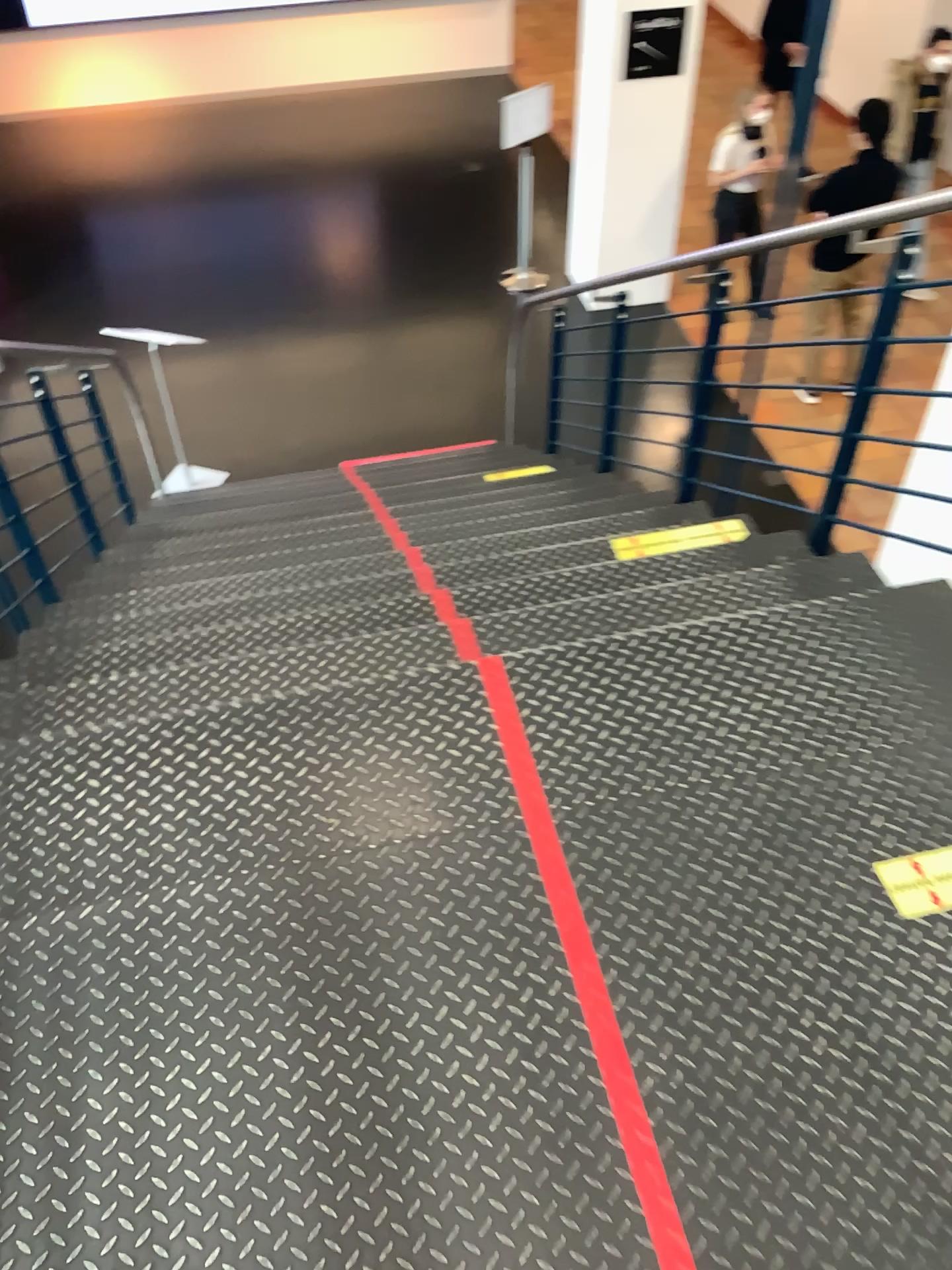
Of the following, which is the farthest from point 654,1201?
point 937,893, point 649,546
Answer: point 649,546

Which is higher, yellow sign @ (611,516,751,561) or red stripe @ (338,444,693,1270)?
red stripe @ (338,444,693,1270)

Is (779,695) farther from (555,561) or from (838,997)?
(555,561)

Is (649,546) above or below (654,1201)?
below

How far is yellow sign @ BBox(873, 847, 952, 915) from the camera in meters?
1.7

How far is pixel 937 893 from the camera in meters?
1.7 m

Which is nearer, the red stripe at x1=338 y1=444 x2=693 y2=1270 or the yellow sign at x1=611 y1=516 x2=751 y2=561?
the red stripe at x1=338 y1=444 x2=693 y2=1270

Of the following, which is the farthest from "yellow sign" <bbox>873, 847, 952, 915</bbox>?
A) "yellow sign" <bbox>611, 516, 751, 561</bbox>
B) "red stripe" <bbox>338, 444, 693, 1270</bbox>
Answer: "yellow sign" <bbox>611, 516, 751, 561</bbox>

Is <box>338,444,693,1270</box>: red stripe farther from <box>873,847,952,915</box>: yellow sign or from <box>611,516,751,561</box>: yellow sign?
<box>611,516,751,561</box>: yellow sign
